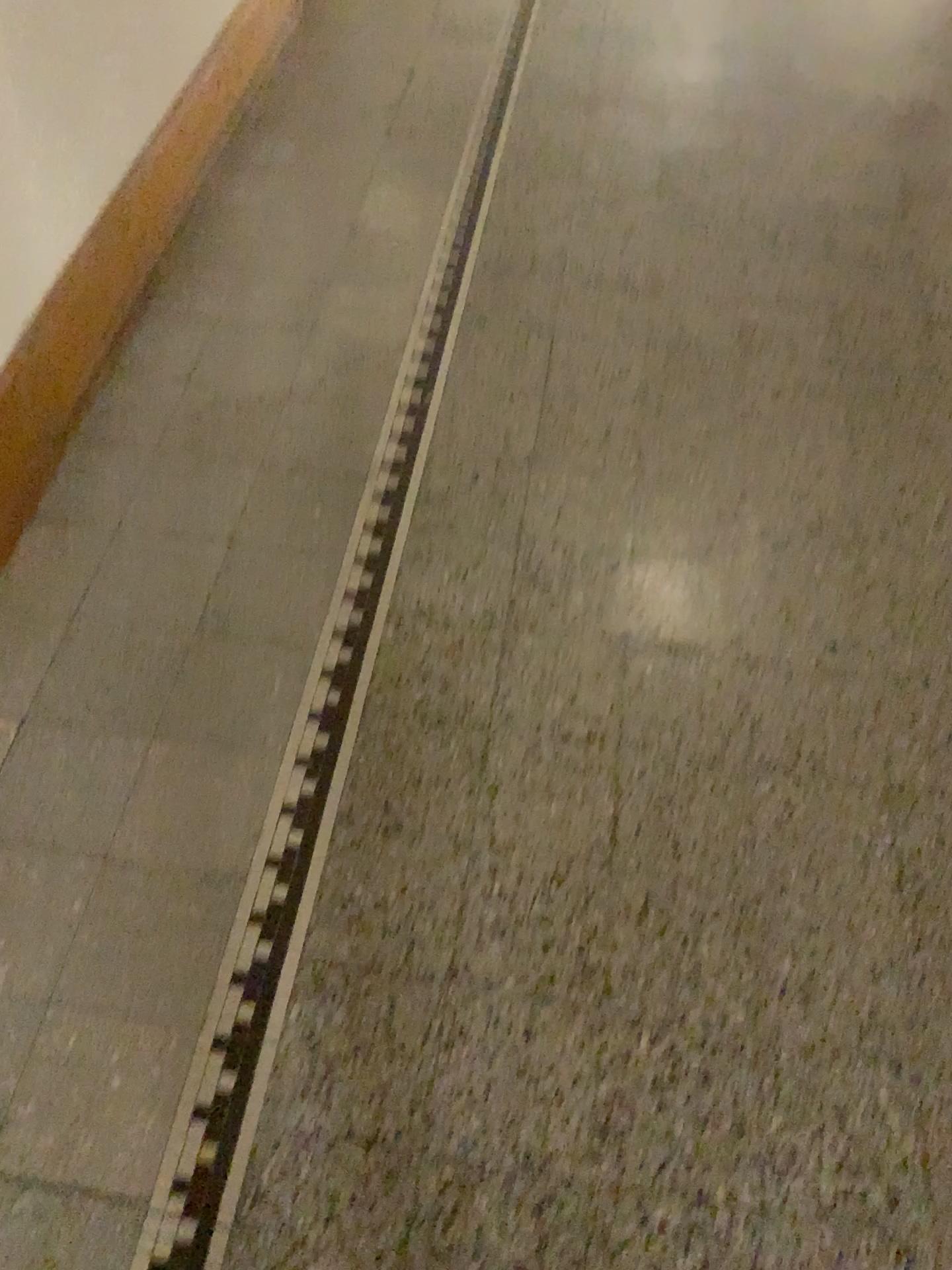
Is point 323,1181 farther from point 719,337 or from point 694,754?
point 719,337
